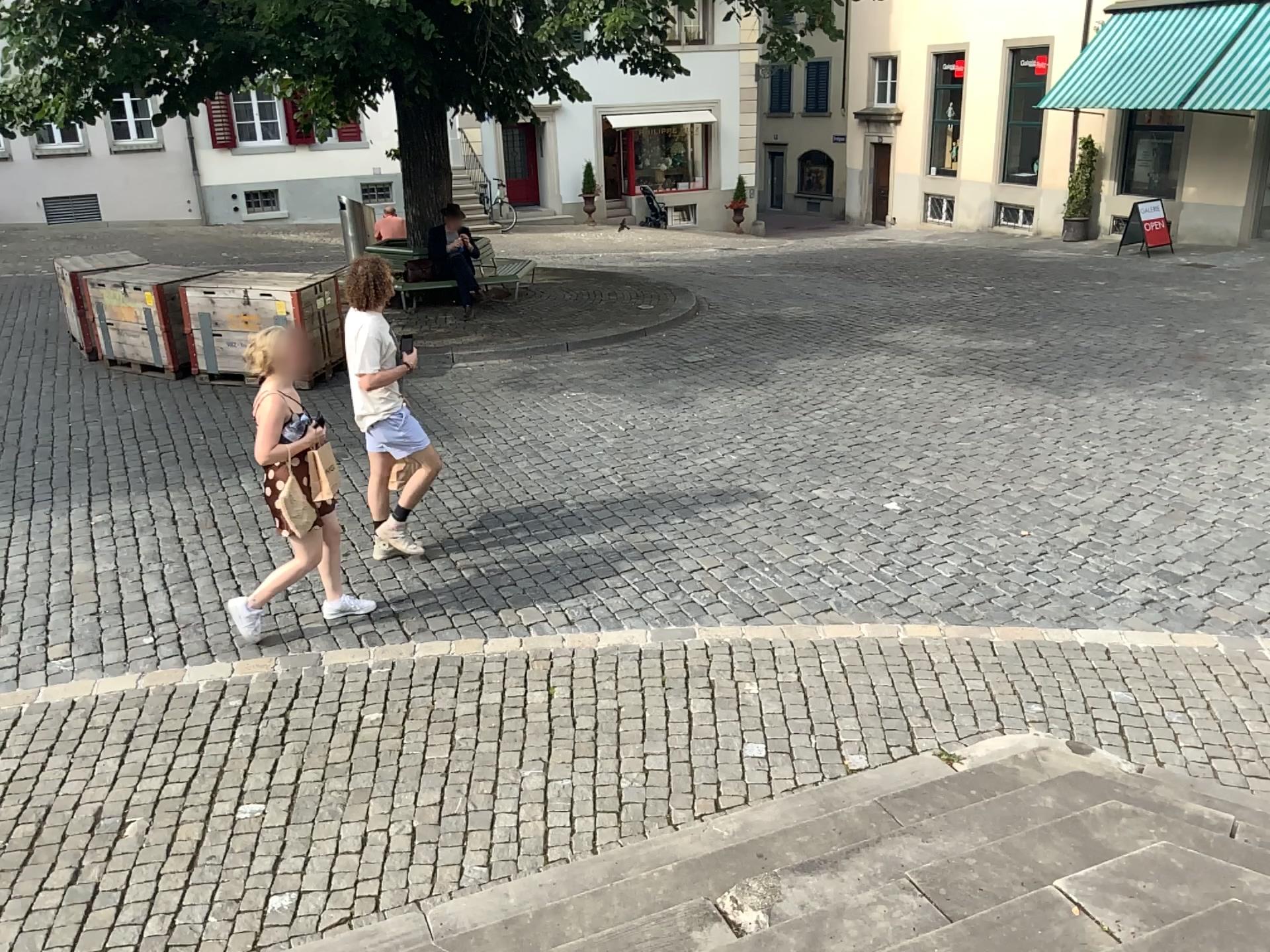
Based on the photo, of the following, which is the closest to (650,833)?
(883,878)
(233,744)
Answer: (883,878)
